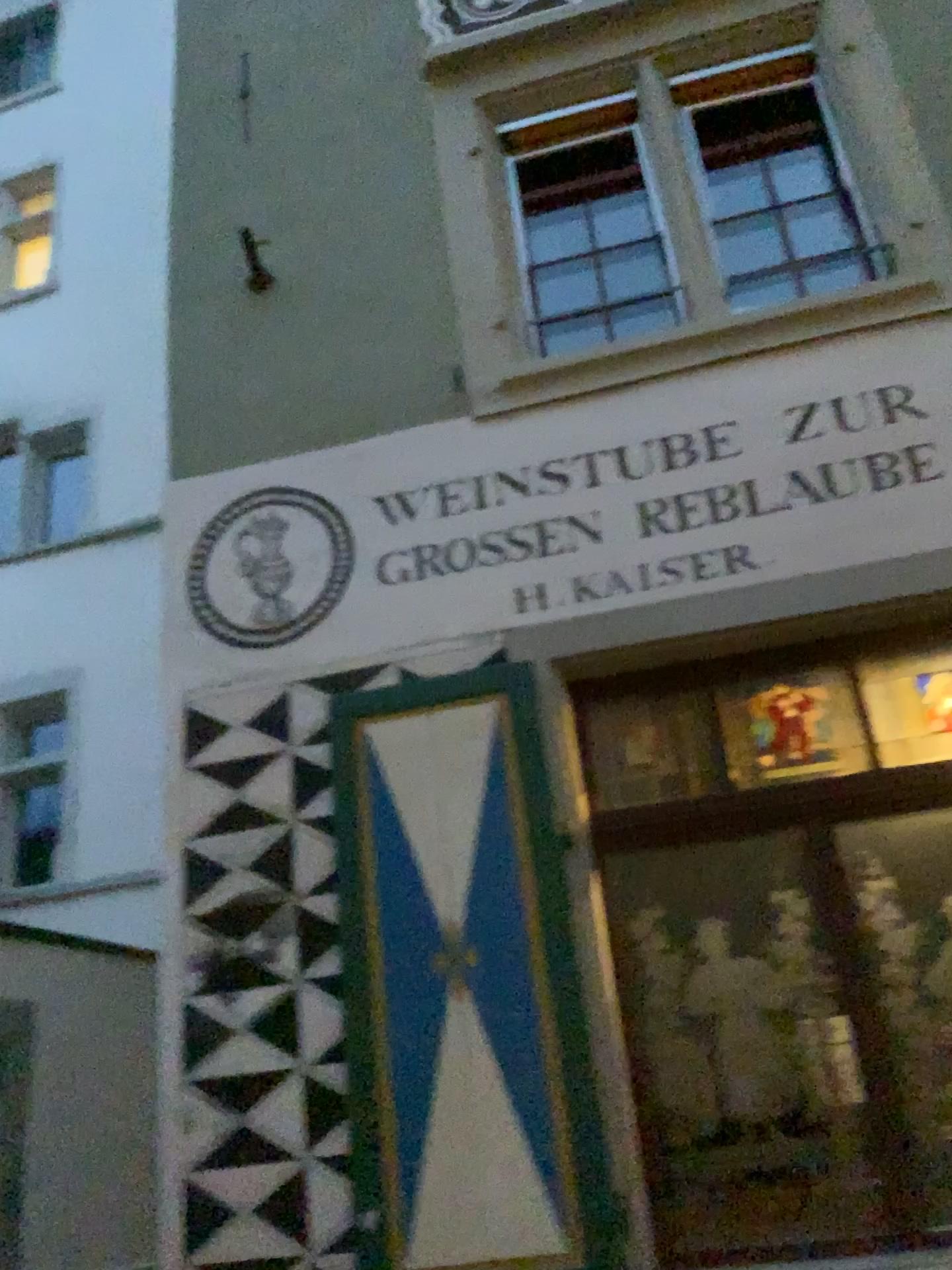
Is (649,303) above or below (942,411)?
above

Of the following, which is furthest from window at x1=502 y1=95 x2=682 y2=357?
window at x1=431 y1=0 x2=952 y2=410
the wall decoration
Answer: the wall decoration

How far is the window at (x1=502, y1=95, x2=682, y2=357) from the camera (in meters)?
4.47

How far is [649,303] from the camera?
4.5 meters

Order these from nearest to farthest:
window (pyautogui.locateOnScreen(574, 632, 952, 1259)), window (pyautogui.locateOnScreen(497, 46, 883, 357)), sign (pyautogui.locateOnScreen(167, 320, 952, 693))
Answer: window (pyautogui.locateOnScreen(574, 632, 952, 1259))
sign (pyautogui.locateOnScreen(167, 320, 952, 693))
window (pyautogui.locateOnScreen(497, 46, 883, 357))

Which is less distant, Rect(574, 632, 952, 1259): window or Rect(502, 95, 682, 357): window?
Rect(574, 632, 952, 1259): window

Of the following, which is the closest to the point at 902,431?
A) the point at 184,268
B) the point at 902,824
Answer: the point at 902,824

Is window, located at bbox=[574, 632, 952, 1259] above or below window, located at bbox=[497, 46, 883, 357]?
below

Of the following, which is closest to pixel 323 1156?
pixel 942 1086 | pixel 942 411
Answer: pixel 942 1086

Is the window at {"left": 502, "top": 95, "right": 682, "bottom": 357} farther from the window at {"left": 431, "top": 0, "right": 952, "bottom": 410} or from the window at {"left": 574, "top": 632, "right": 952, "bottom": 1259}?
the window at {"left": 574, "top": 632, "right": 952, "bottom": 1259}
